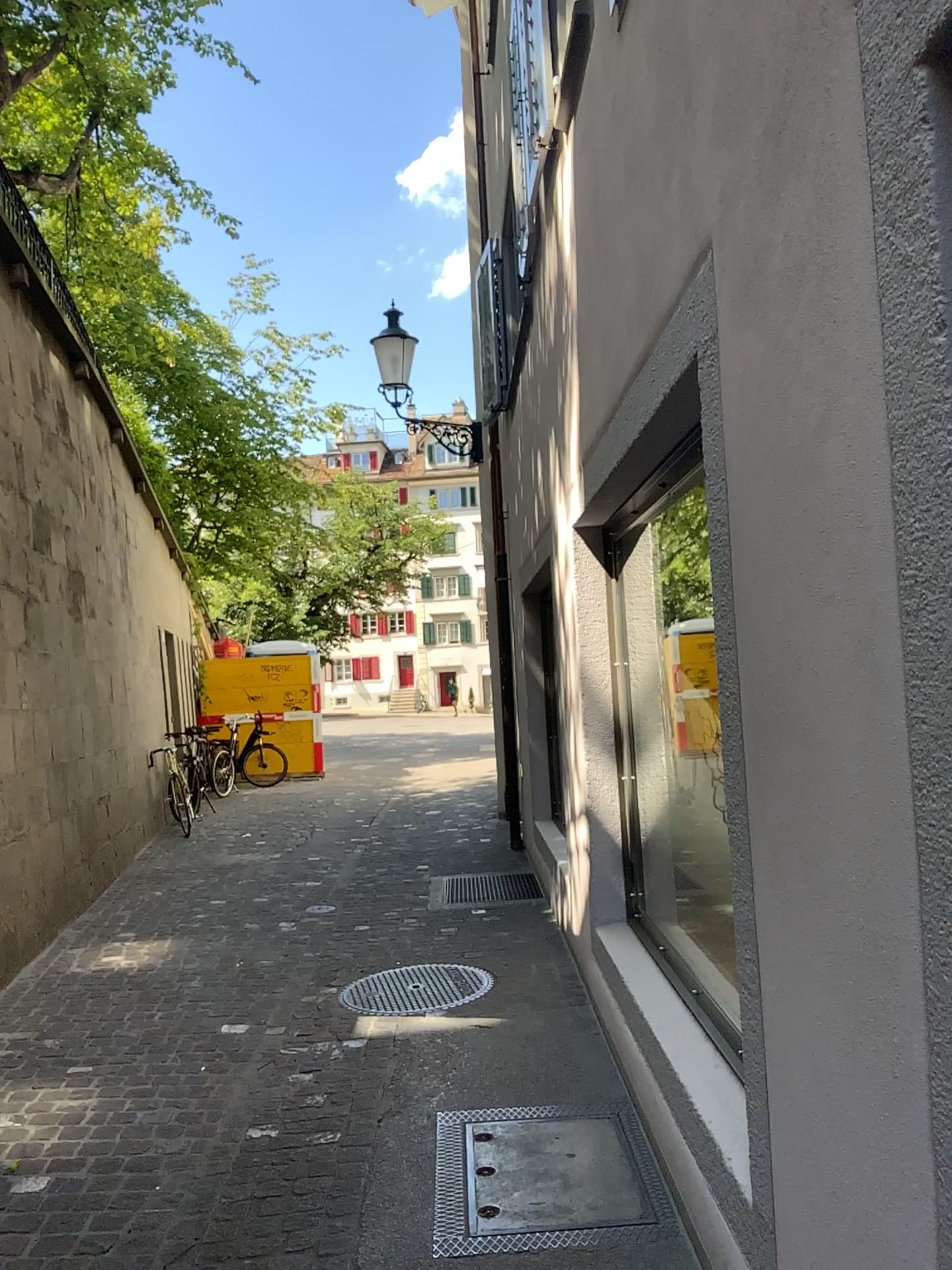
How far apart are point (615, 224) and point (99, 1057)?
3.60m
